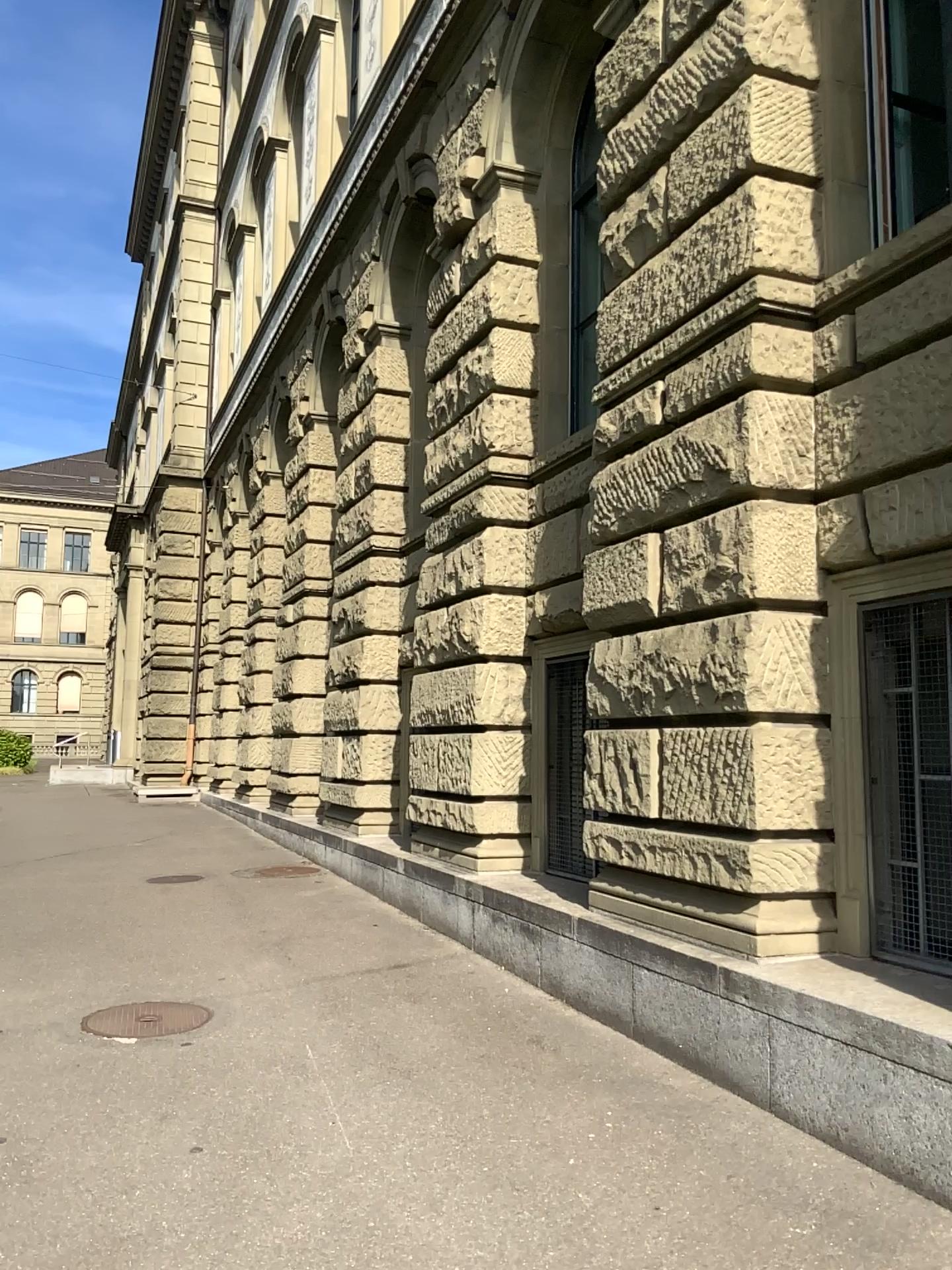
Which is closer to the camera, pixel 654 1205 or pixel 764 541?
pixel 654 1205
